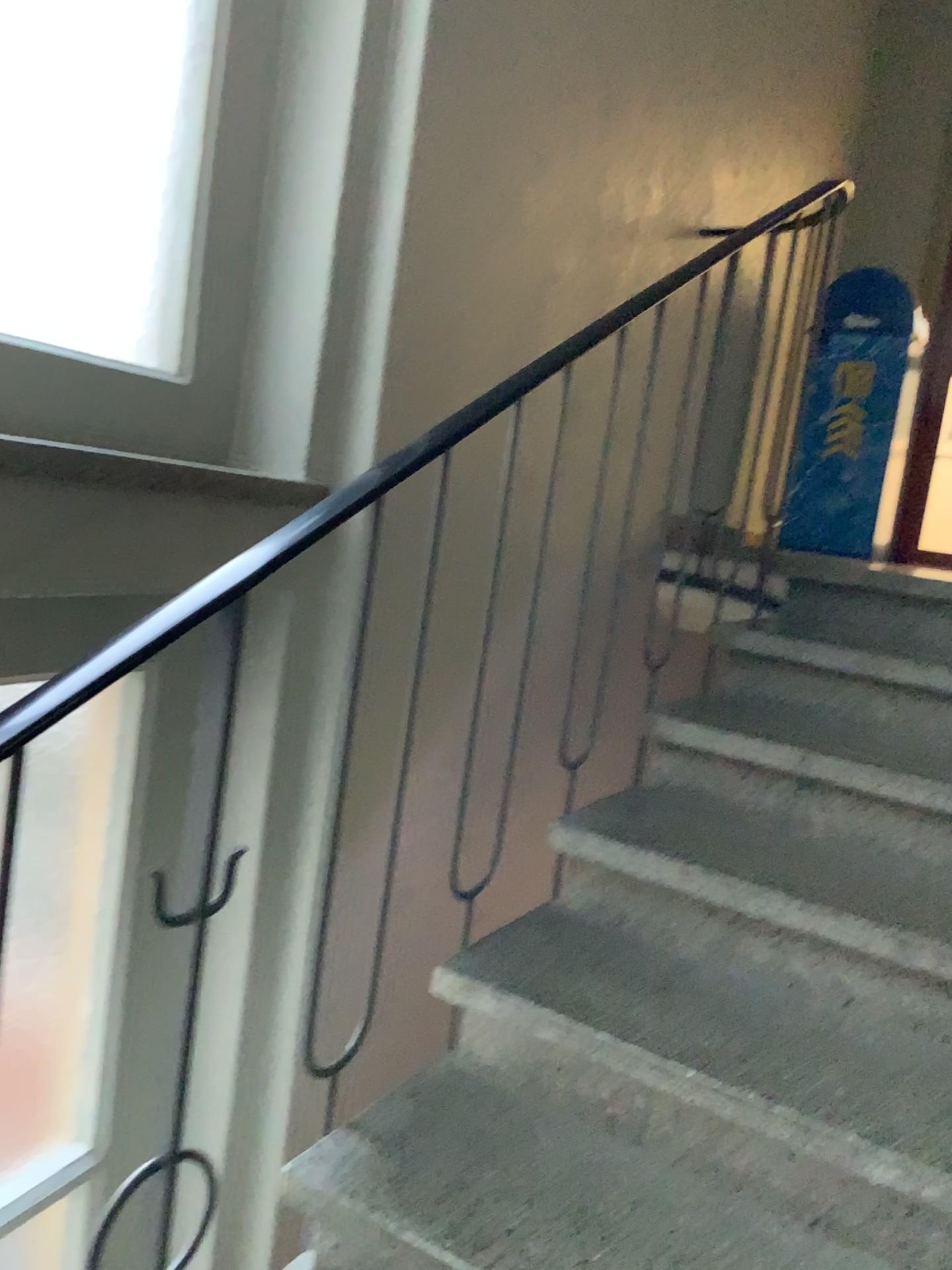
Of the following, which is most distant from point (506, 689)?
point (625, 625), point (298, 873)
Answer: point (298, 873)

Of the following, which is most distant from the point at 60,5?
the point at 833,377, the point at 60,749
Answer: the point at 833,377

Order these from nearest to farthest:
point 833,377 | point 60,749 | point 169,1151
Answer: point 169,1151 → point 60,749 → point 833,377

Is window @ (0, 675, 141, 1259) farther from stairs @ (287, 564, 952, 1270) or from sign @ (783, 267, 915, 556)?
sign @ (783, 267, 915, 556)

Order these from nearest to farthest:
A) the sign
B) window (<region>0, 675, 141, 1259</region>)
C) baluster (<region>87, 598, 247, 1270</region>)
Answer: baluster (<region>87, 598, 247, 1270</region>), window (<region>0, 675, 141, 1259</region>), the sign

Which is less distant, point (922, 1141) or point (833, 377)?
point (922, 1141)

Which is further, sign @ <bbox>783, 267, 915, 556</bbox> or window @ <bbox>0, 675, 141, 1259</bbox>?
sign @ <bbox>783, 267, 915, 556</bbox>

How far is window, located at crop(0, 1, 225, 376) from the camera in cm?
131

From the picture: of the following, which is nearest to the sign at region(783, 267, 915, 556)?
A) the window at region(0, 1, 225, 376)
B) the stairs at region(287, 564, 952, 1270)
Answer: the stairs at region(287, 564, 952, 1270)

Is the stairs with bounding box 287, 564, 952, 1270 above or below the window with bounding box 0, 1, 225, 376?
below
